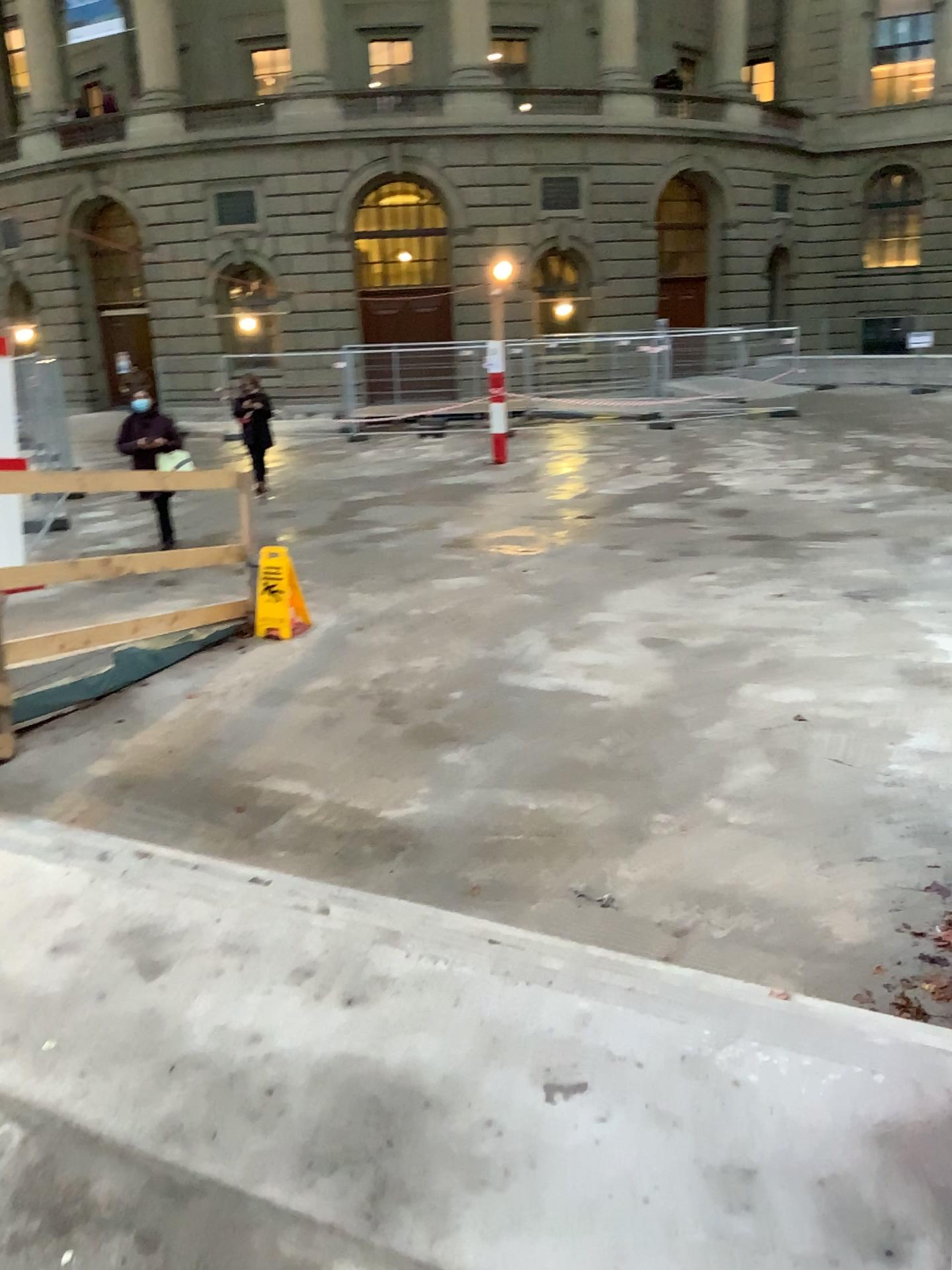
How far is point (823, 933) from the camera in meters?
3.7
